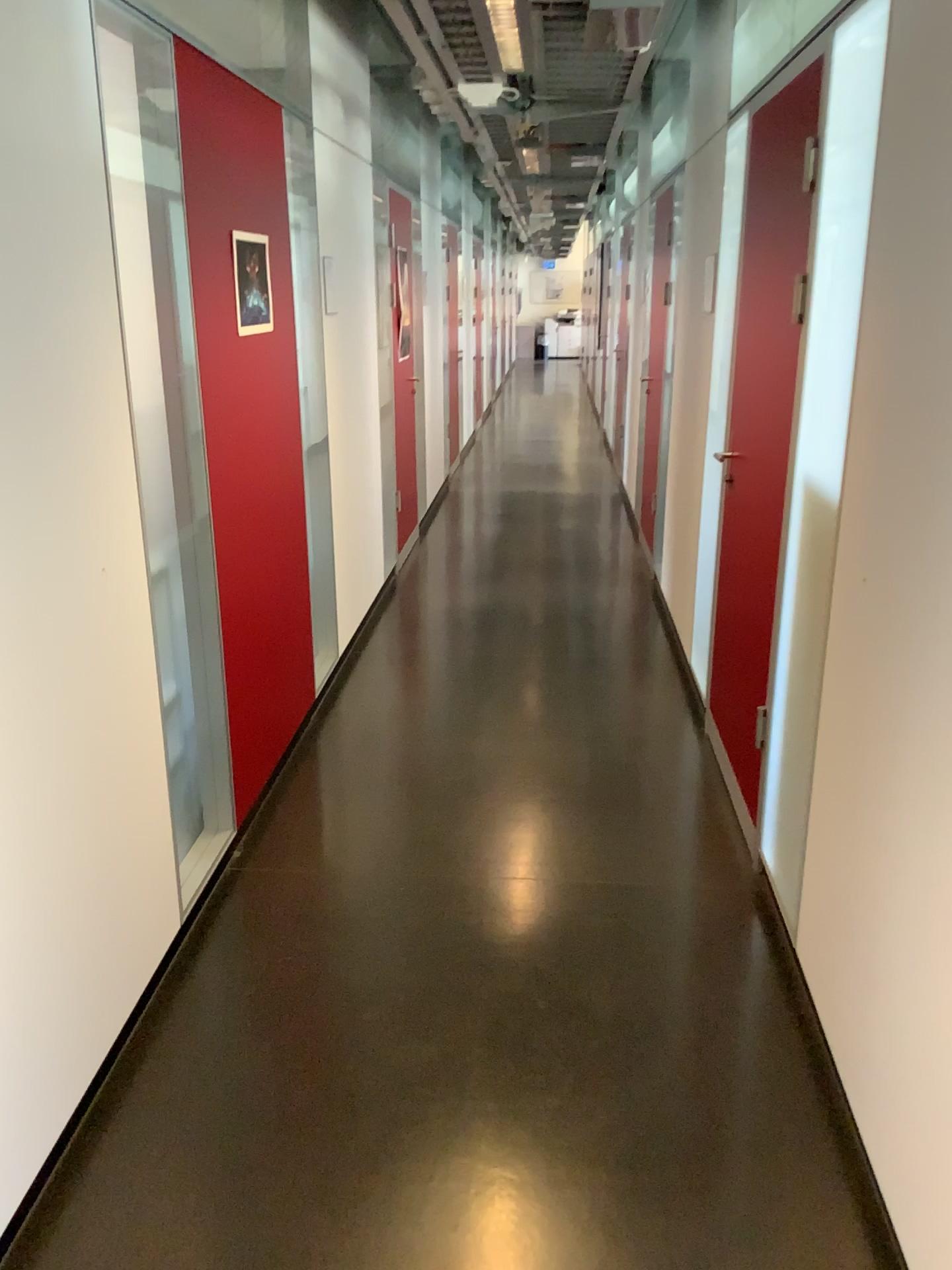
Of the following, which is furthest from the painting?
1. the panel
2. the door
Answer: the door

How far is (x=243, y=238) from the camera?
3.1m

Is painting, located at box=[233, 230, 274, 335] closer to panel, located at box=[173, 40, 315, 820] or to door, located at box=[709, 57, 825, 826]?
panel, located at box=[173, 40, 315, 820]

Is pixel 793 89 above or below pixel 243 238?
above

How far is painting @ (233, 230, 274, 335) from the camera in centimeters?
305cm

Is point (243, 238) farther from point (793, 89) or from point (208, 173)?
point (793, 89)

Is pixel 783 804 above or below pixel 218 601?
below
